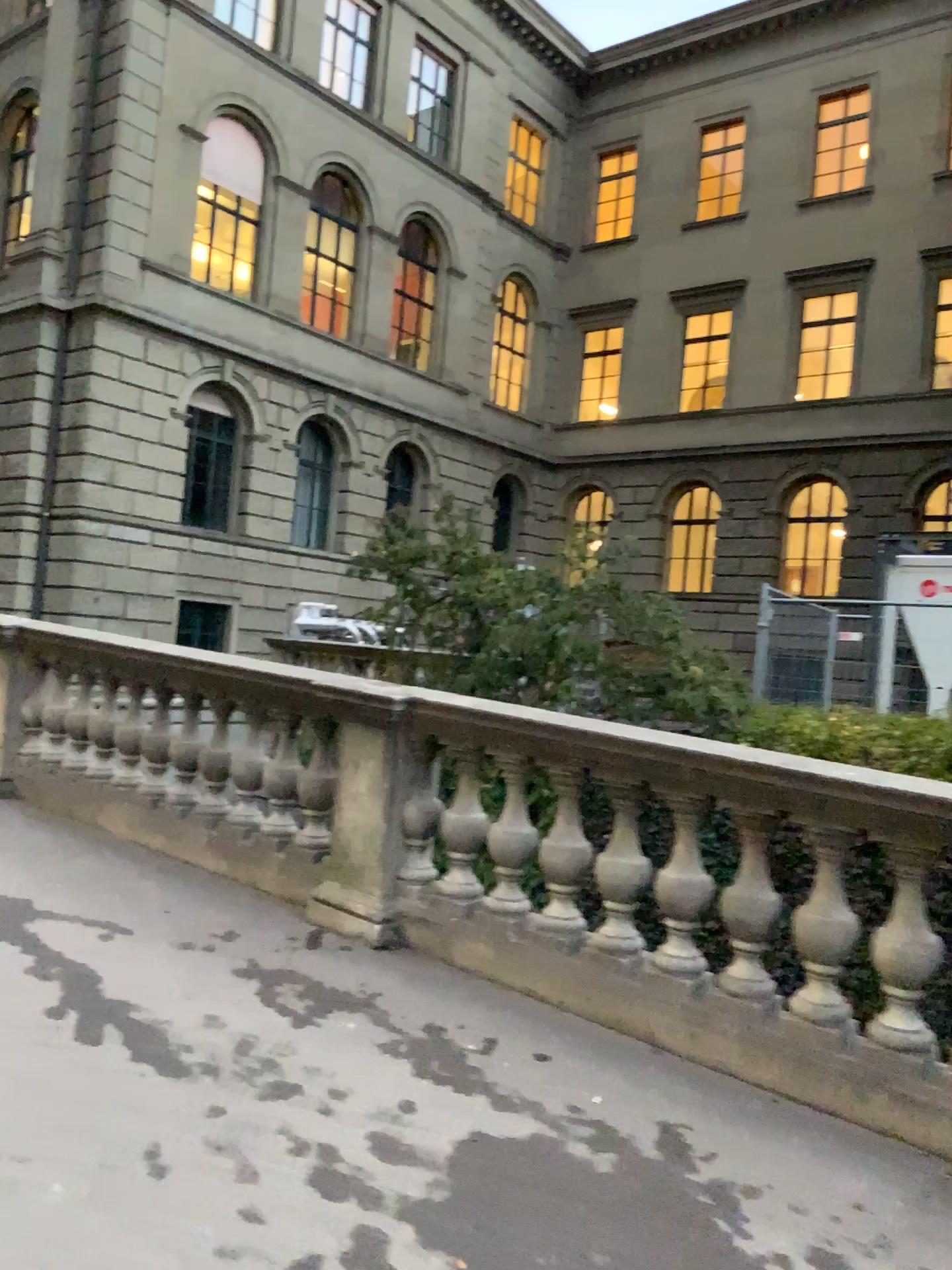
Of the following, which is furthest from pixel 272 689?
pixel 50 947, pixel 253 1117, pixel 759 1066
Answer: pixel 759 1066
